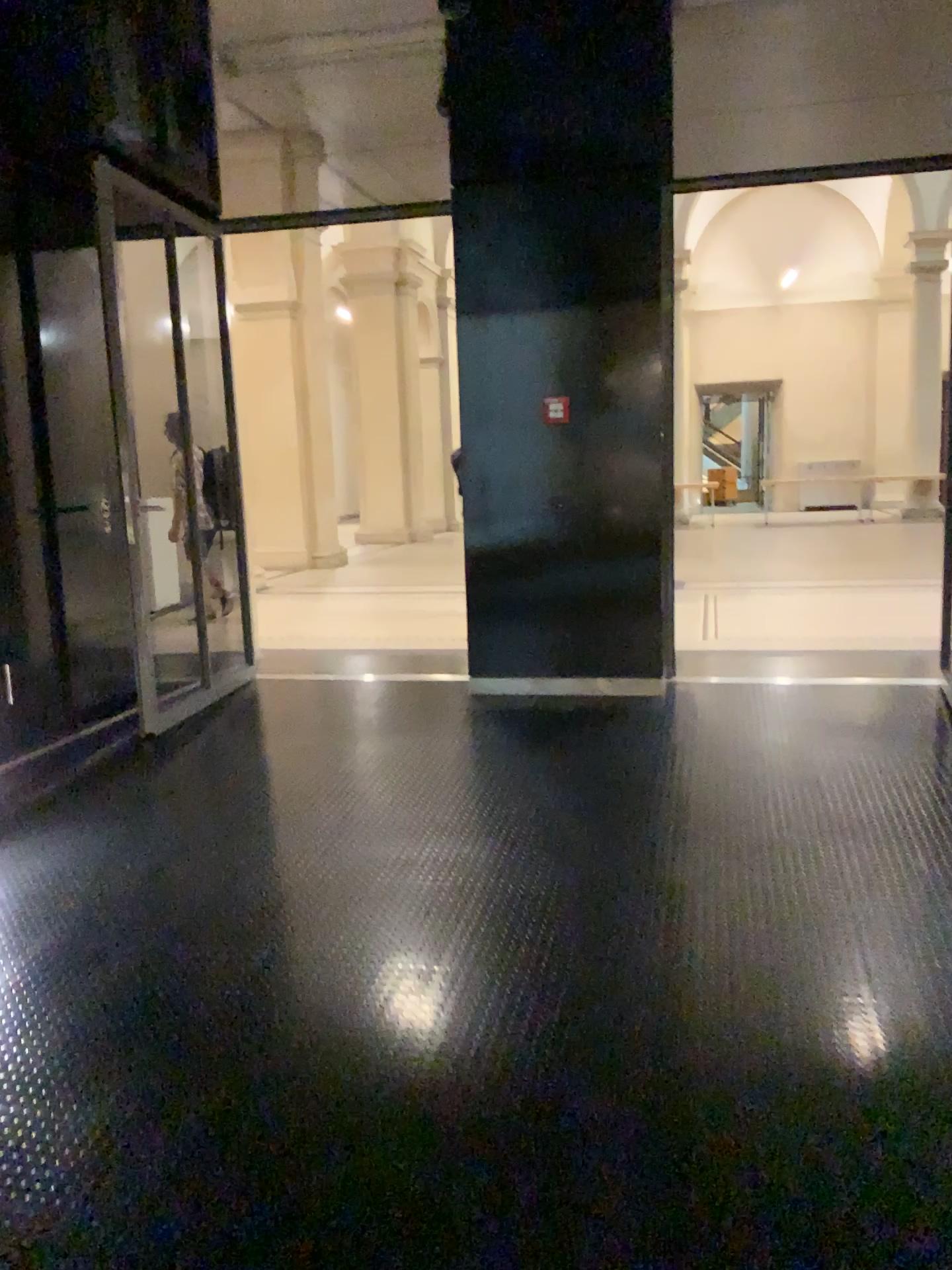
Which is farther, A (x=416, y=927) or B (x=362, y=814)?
B (x=362, y=814)
